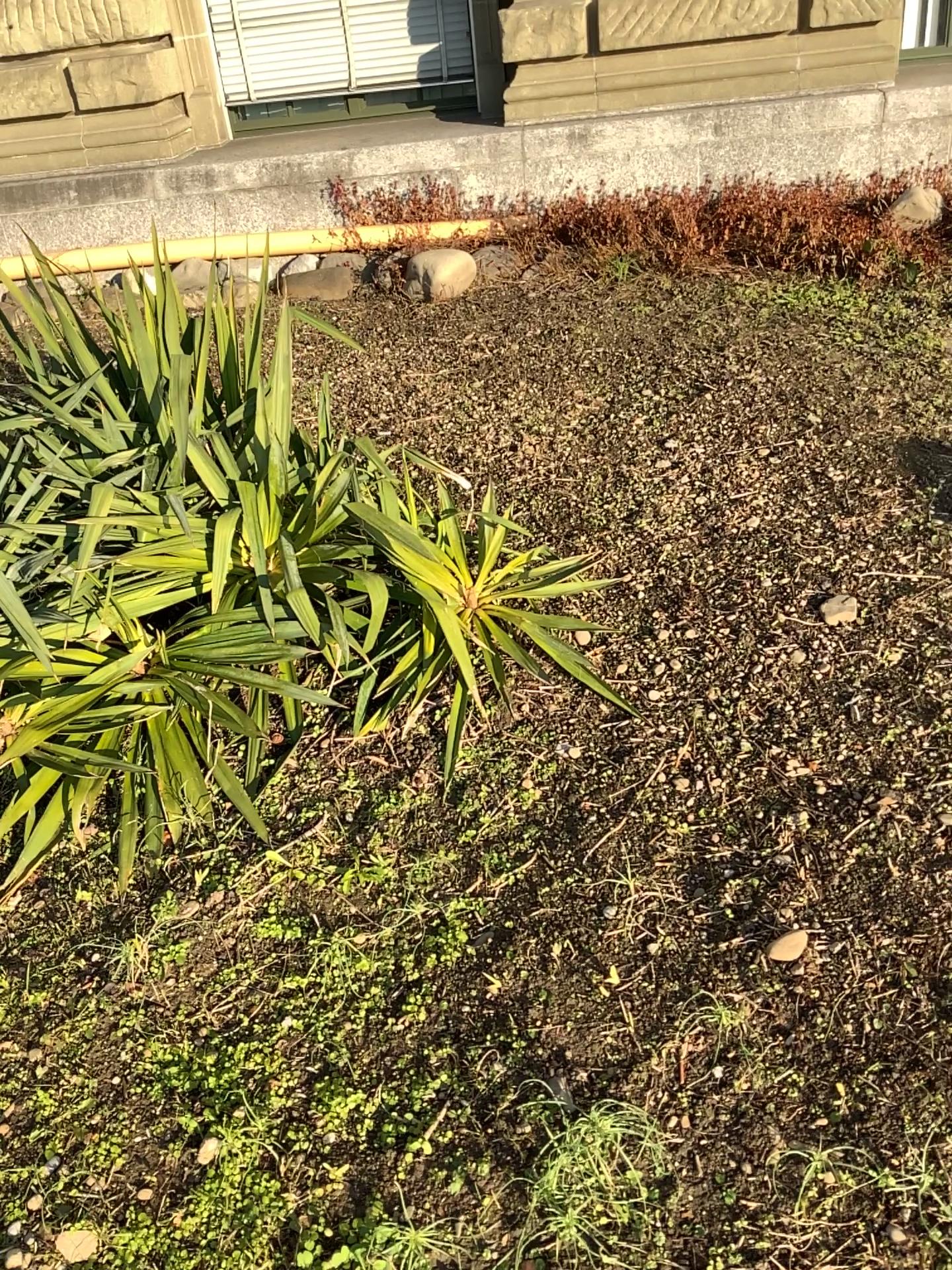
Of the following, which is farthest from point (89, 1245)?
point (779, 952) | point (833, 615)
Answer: point (833, 615)

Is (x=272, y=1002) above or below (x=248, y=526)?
below

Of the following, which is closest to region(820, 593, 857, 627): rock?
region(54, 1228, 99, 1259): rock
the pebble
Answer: the pebble

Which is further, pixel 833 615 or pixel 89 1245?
pixel 833 615

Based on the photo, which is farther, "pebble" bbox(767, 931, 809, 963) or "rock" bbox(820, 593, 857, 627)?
"rock" bbox(820, 593, 857, 627)

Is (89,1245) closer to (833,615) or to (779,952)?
(779,952)

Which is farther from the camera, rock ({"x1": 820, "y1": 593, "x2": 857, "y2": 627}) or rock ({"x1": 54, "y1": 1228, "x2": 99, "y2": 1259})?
rock ({"x1": 820, "y1": 593, "x2": 857, "y2": 627})

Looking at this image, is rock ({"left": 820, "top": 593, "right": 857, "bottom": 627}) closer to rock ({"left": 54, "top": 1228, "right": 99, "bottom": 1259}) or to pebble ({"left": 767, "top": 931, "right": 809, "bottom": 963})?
pebble ({"left": 767, "top": 931, "right": 809, "bottom": 963})
